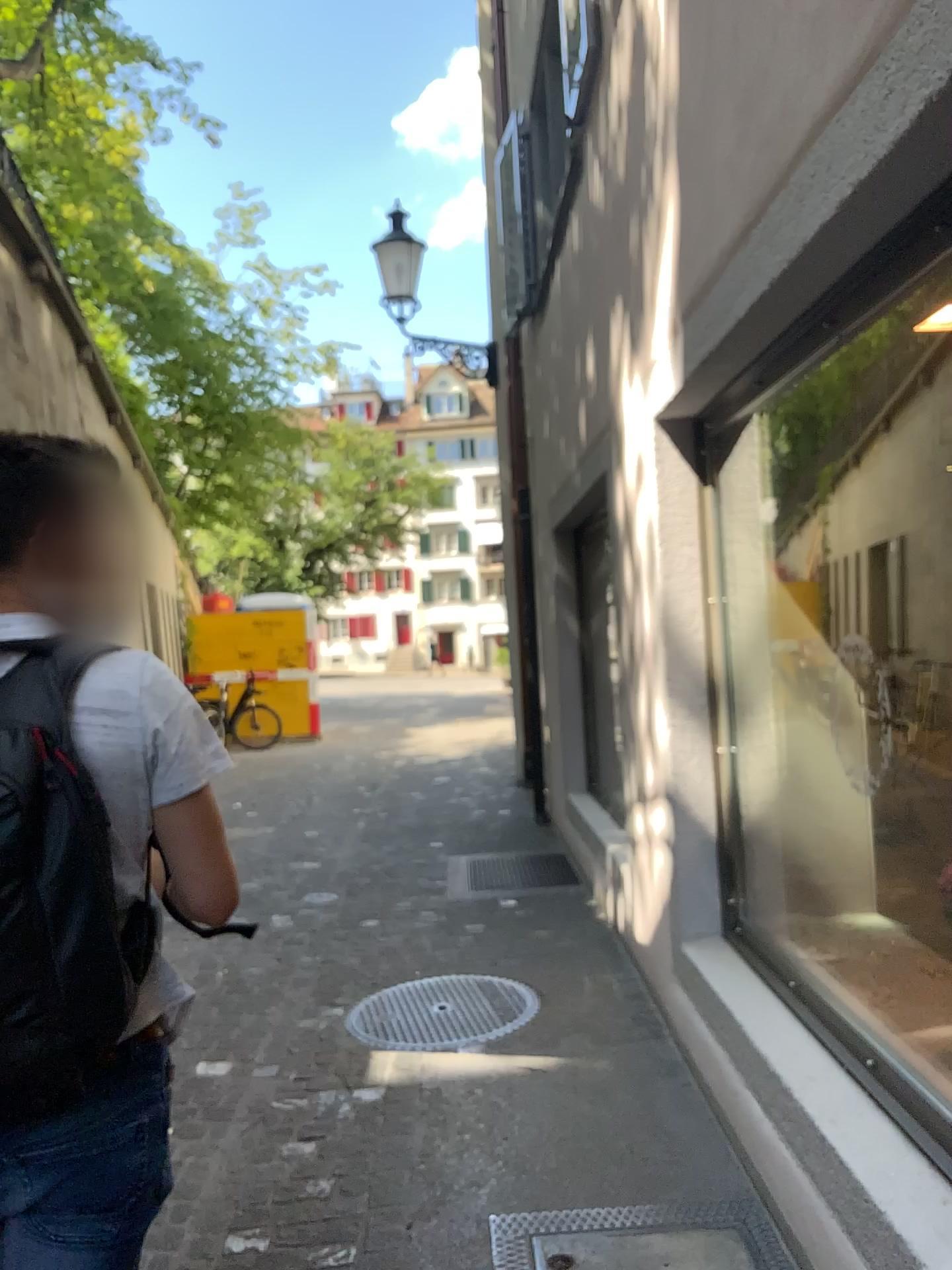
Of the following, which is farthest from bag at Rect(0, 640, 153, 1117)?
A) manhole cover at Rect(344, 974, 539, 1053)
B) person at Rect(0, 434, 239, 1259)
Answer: manhole cover at Rect(344, 974, 539, 1053)

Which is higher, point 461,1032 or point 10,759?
point 10,759

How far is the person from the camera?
1.2m

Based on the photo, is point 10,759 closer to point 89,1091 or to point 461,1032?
point 89,1091

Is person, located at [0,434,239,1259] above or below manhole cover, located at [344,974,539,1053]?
above

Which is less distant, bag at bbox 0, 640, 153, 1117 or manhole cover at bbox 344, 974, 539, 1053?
bag at bbox 0, 640, 153, 1117

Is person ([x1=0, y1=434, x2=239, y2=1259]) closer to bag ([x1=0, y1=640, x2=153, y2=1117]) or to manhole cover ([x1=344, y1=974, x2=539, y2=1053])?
bag ([x1=0, y1=640, x2=153, y2=1117])

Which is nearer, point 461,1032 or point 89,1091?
point 89,1091

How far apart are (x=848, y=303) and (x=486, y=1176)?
2.3 meters
